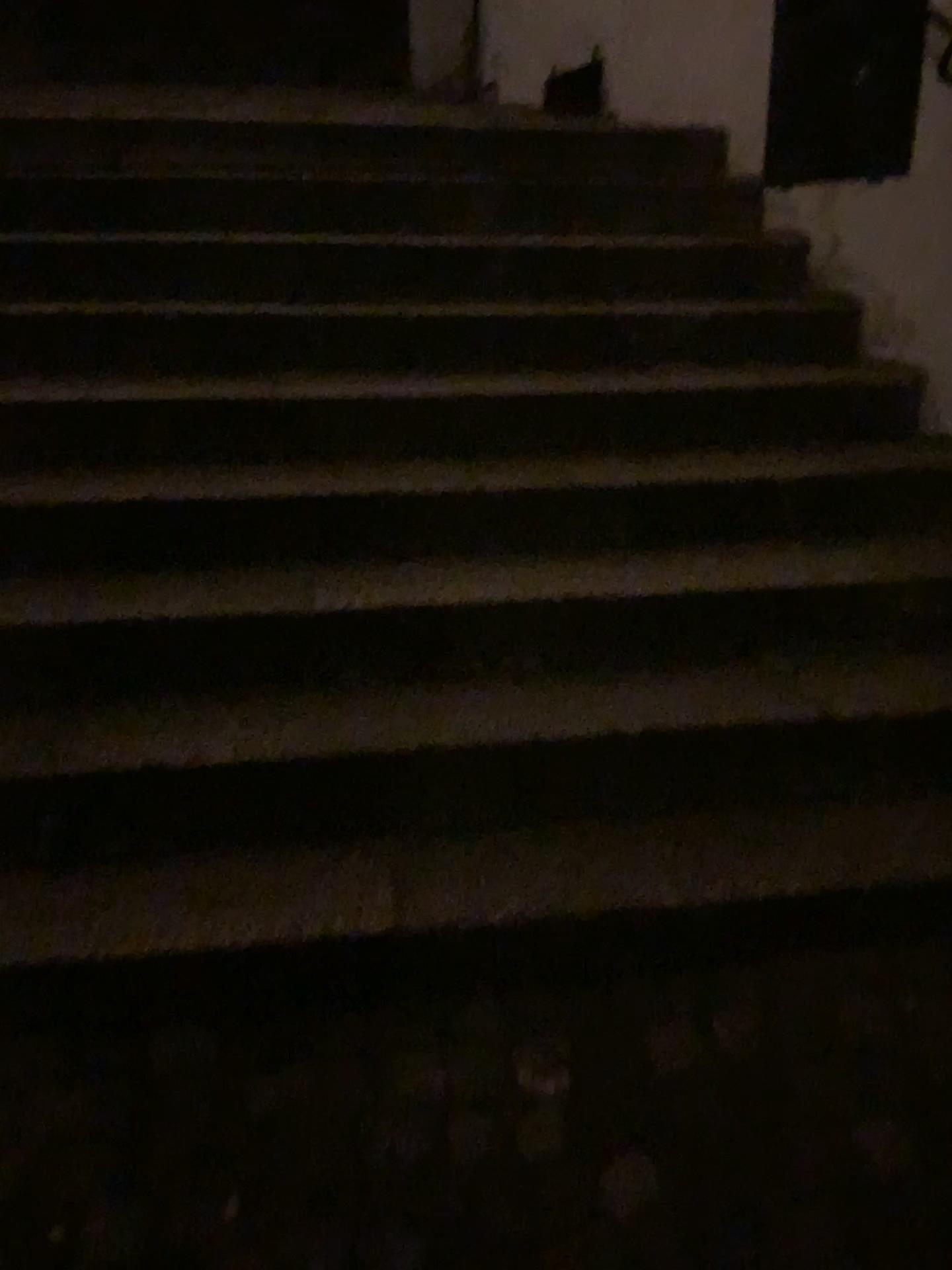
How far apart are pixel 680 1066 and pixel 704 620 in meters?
1.0 m
